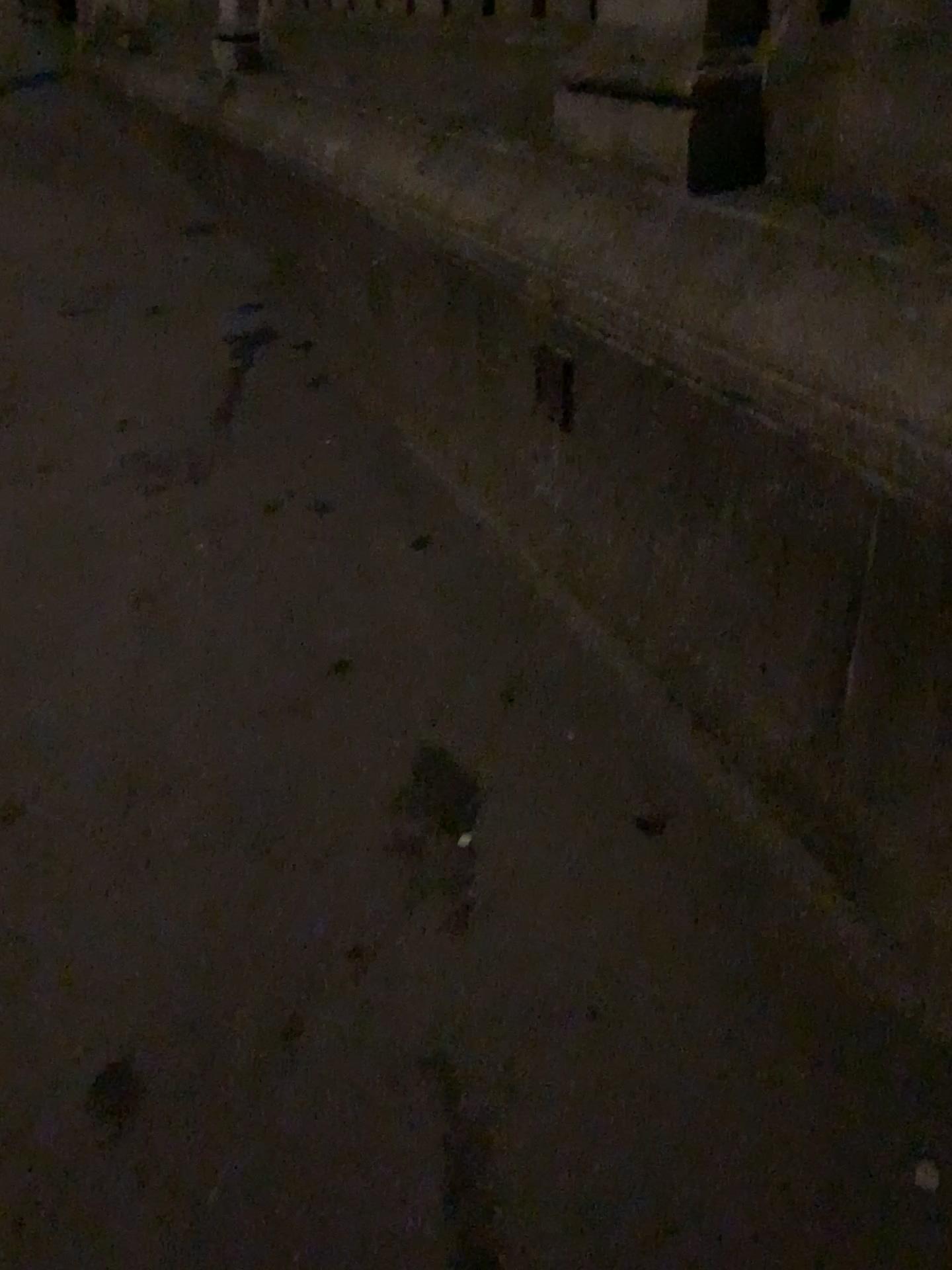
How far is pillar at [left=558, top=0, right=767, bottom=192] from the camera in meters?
1.5

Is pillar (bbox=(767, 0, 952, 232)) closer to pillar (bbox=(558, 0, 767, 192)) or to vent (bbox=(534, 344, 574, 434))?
pillar (bbox=(558, 0, 767, 192))

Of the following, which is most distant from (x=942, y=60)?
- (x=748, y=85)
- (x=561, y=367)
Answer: (x=561, y=367)

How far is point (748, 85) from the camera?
1.51m

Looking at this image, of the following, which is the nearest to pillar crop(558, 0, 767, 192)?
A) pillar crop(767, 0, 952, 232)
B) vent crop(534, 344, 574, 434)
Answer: pillar crop(767, 0, 952, 232)

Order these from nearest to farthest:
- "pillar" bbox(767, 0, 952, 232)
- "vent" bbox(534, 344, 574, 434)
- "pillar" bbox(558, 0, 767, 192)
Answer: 1. "pillar" bbox(767, 0, 952, 232)
2. "pillar" bbox(558, 0, 767, 192)
3. "vent" bbox(534, 344, 574, 434)

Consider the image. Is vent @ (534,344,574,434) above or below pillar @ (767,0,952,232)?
below

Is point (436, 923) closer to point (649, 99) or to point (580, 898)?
point (580, 898)

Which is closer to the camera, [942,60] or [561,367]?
[942,60]

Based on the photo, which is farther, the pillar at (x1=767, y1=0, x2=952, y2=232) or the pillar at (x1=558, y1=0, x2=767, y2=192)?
the pillar at (x1=558, y1=0, x2=767, y2=192)
